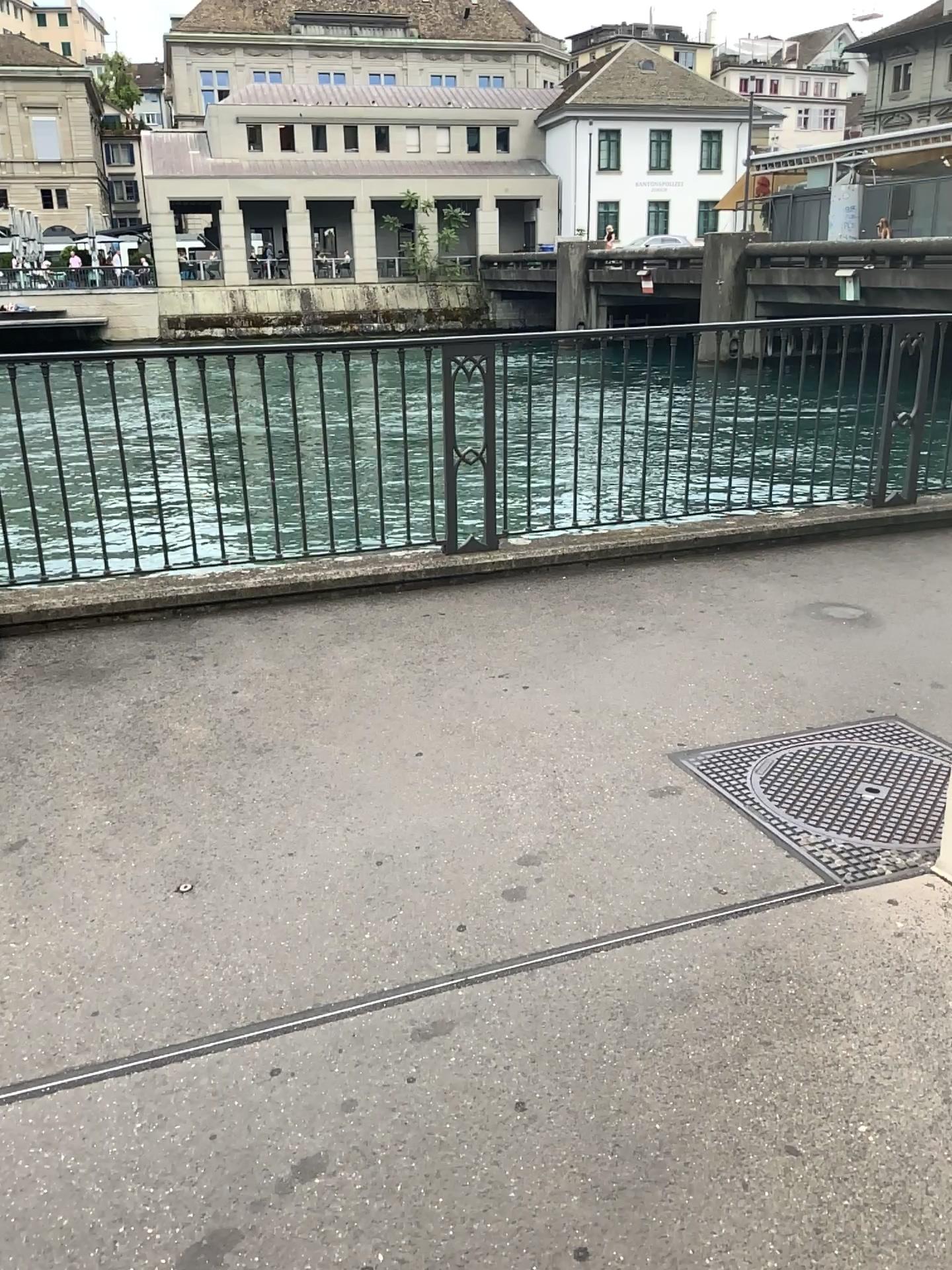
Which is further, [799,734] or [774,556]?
[774,556]
